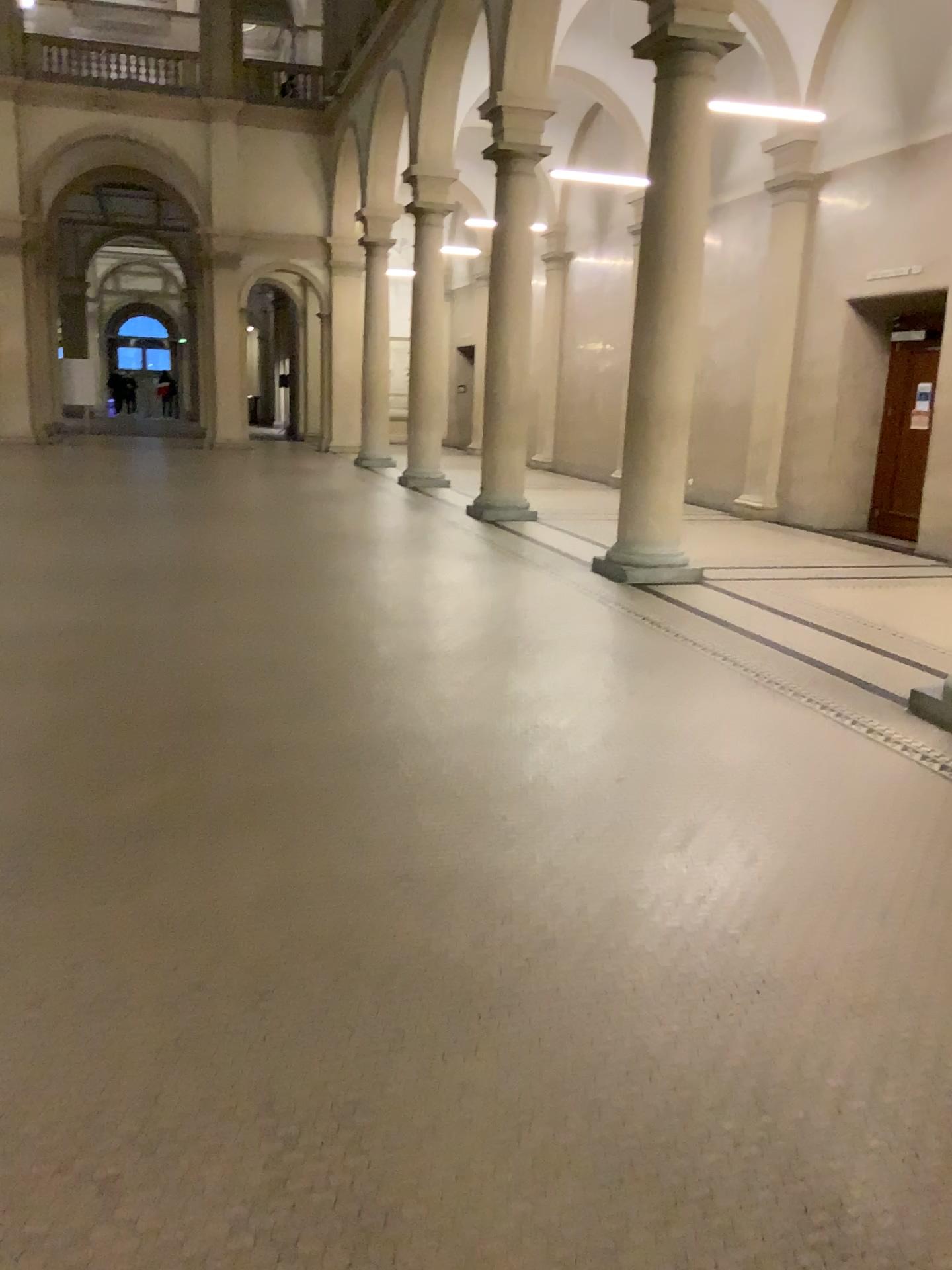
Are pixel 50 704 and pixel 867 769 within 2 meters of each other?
no
